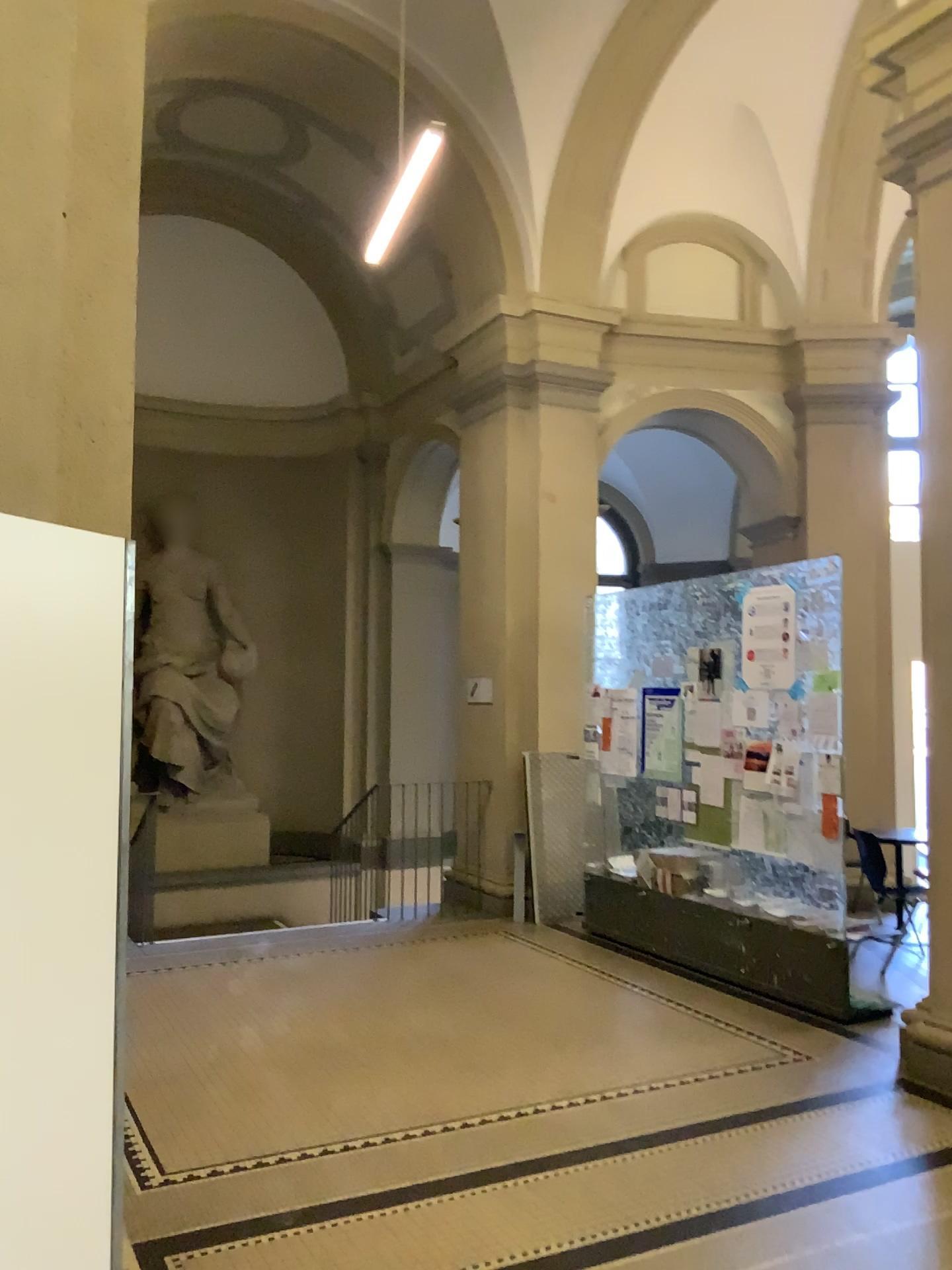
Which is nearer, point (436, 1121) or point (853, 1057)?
point (436, 1121)

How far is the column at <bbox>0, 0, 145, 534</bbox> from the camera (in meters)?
2.38

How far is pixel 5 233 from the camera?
2.4m
